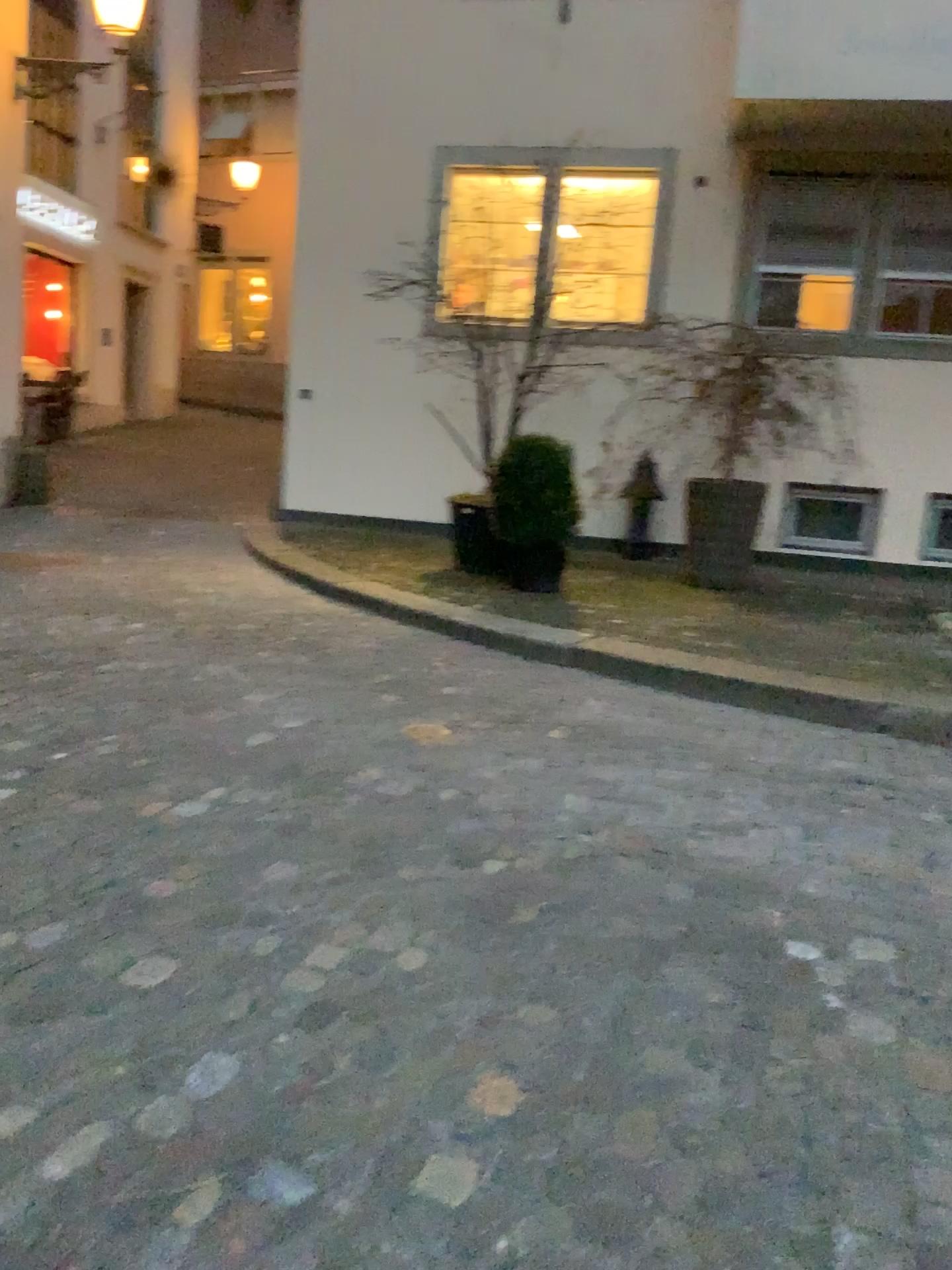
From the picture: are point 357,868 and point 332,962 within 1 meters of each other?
yes
